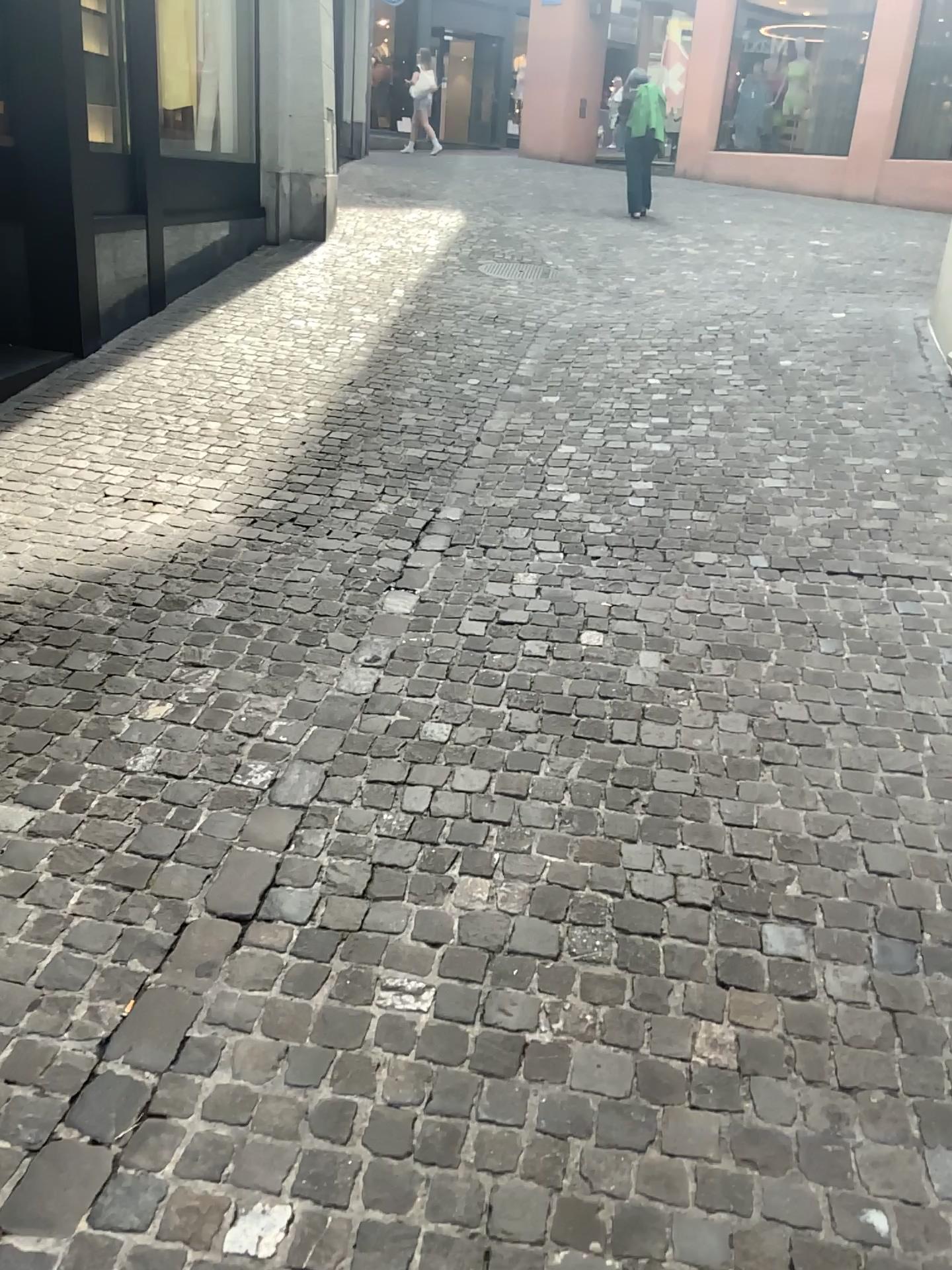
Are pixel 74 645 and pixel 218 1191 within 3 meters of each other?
yes
